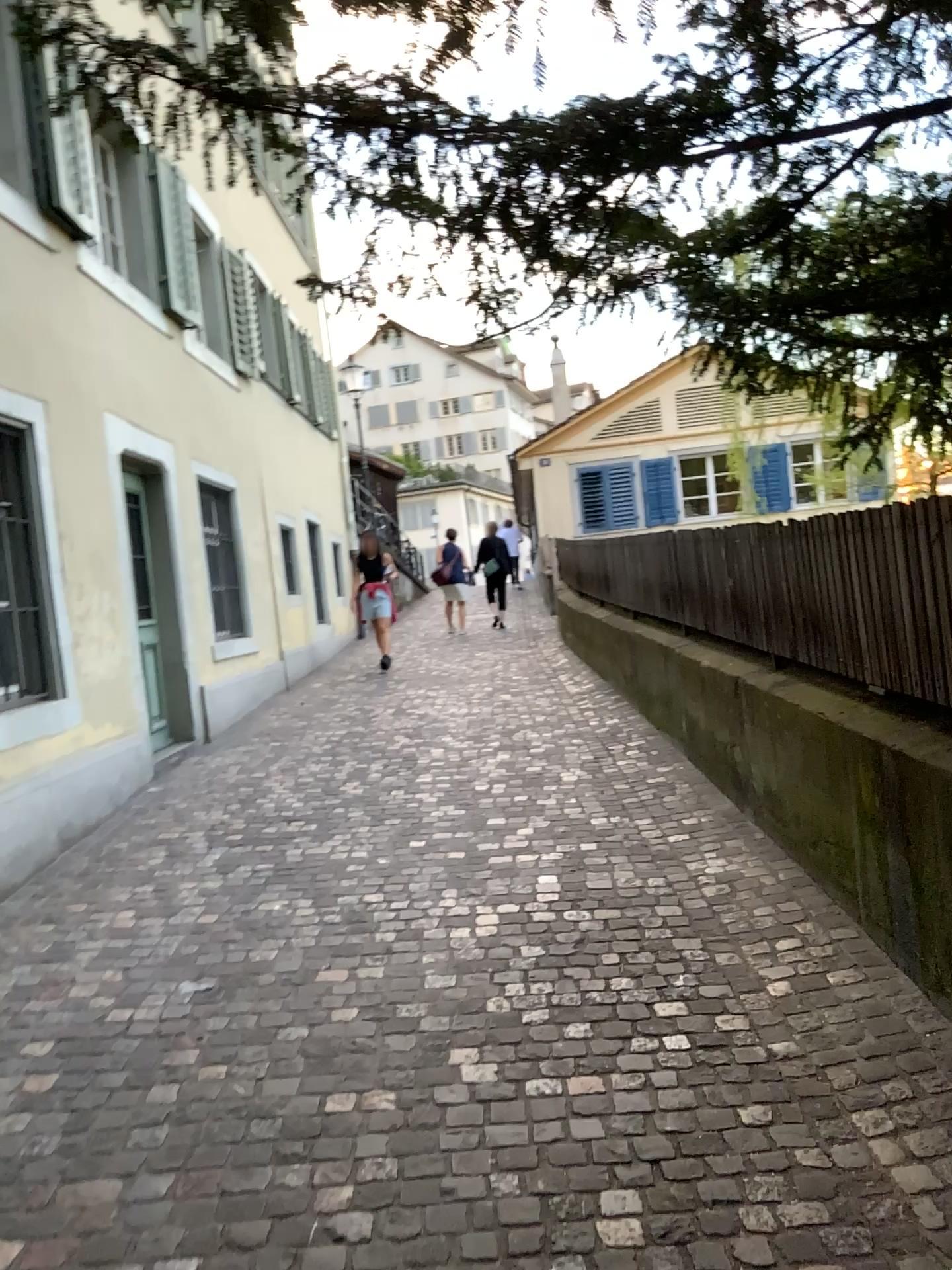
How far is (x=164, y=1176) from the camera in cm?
249
